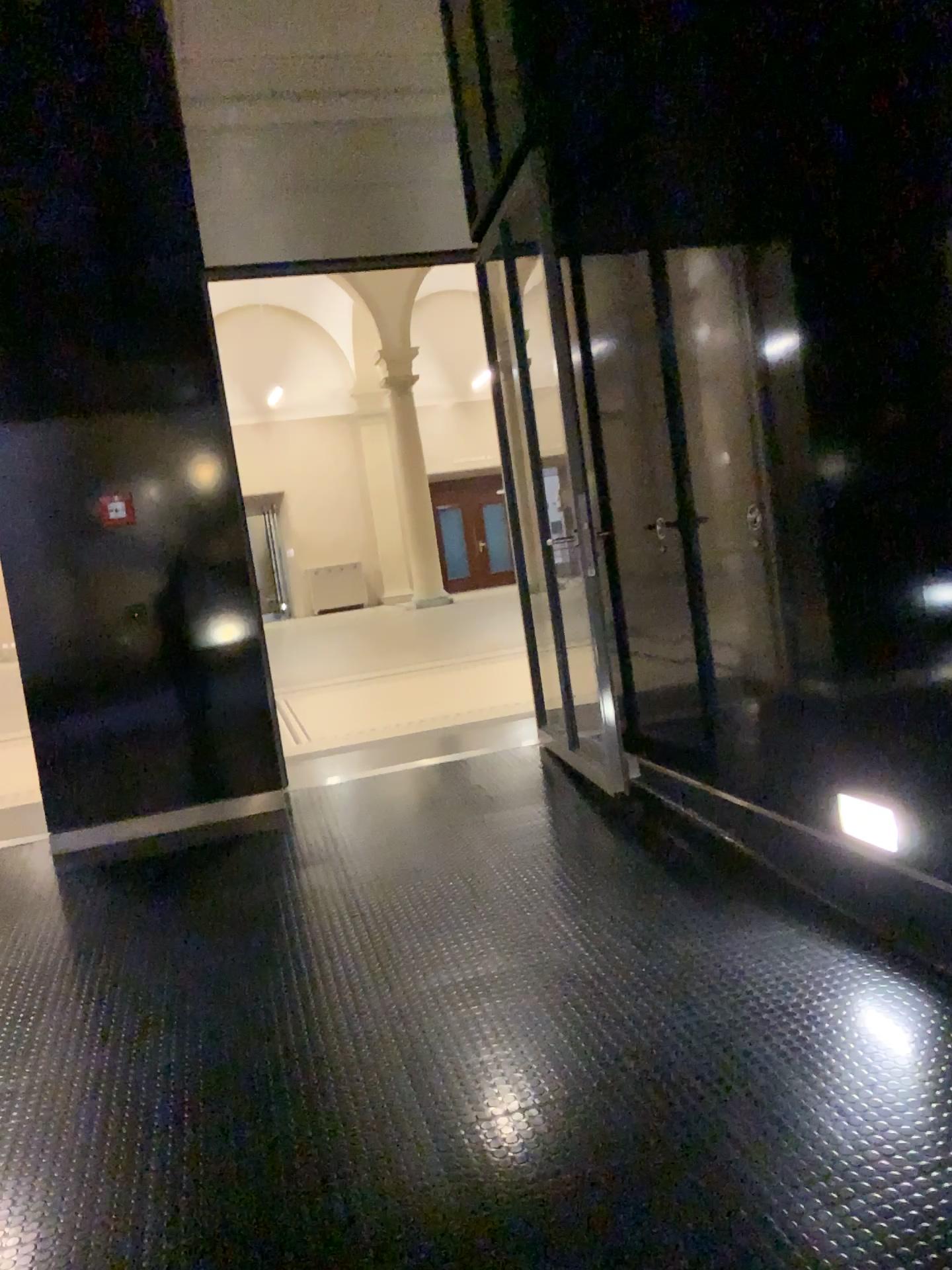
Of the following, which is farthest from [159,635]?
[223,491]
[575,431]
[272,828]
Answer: [575,431]

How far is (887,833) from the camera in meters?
2.9 m

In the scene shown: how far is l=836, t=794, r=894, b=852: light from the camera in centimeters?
289cm

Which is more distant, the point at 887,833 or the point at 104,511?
the point at 104,511

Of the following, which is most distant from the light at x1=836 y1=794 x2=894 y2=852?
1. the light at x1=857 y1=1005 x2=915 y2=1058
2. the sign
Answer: the sign

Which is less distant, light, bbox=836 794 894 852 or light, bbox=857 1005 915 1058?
light, bbox=857 1005 915 1058

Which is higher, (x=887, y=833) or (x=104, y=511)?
(x=104, y=511)

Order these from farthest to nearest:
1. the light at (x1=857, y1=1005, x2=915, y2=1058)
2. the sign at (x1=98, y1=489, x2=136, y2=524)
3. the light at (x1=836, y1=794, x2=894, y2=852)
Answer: the sign at (x1=98, y1=489, x2=136, y2=524), the light at (x1=836, y1=794, x2=894, y2=852), the light at (x1=857, y1=1005, x2=915, y2=1058)

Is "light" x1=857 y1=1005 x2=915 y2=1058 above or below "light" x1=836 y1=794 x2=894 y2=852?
below

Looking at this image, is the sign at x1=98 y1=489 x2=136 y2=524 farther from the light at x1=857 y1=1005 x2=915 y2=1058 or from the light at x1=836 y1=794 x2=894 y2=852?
the light at x1=857 y1=1005 x2=915 y2=1058
